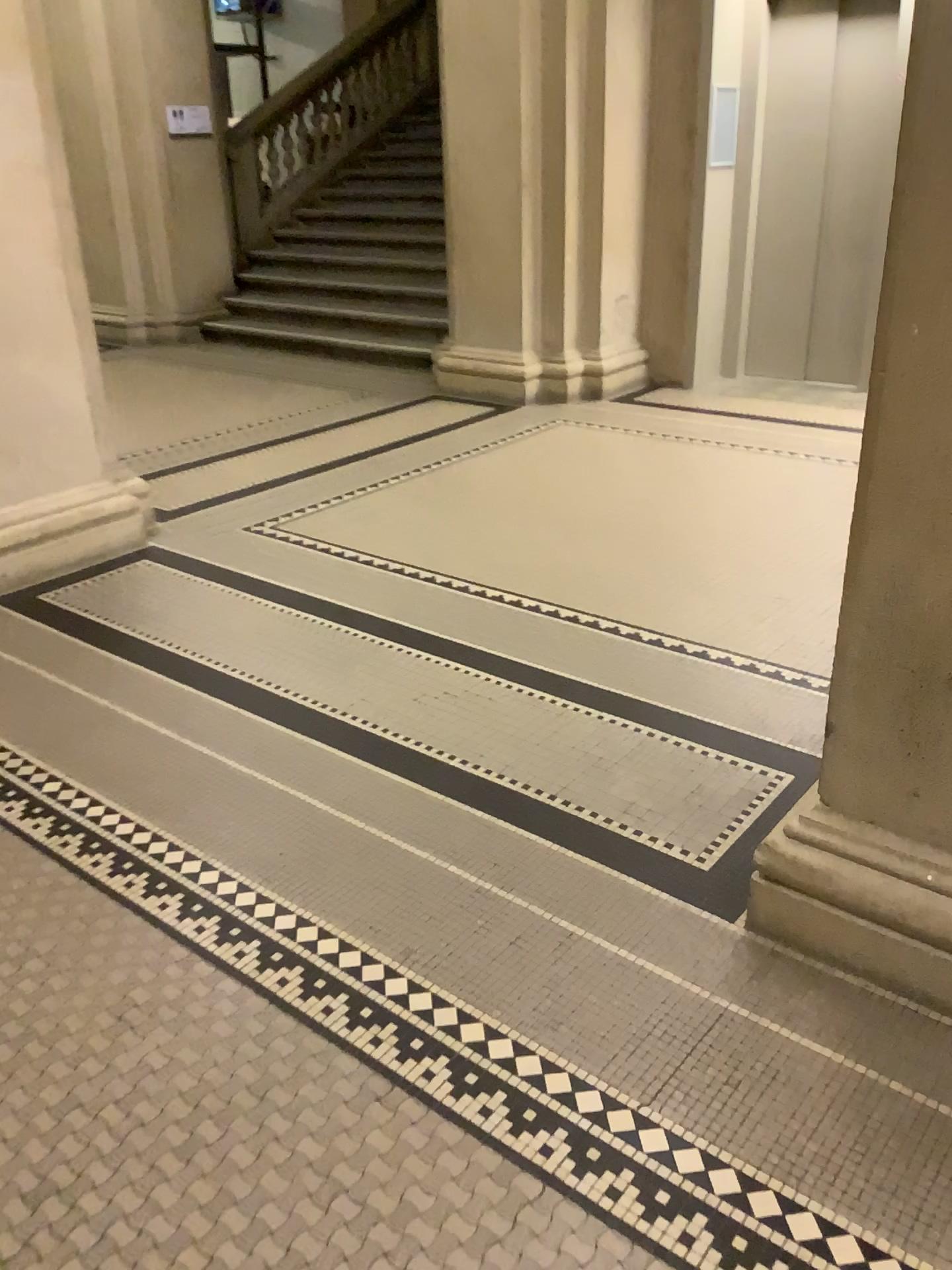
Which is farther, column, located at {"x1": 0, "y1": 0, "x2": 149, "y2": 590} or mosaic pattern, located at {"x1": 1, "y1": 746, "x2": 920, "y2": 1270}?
column, located at {"x1": 0, "y1": 0, "x2": 149, "y2": 590}

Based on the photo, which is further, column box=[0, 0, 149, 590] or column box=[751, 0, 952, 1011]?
column box=[0, 0, 149, 590]

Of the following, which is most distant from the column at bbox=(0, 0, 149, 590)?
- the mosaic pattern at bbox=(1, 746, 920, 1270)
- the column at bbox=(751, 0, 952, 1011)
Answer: the column at bbox=(751, 0, 952, 1011)

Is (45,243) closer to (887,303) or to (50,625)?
(50,625)

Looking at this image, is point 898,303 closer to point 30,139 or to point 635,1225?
point 635,1225

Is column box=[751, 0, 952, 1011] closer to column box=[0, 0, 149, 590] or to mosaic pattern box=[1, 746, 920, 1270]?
mosaic pattern box=[1, 746, 920, 1270]

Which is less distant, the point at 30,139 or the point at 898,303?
the point at 898,303

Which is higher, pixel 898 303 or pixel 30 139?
pixel 30 139
